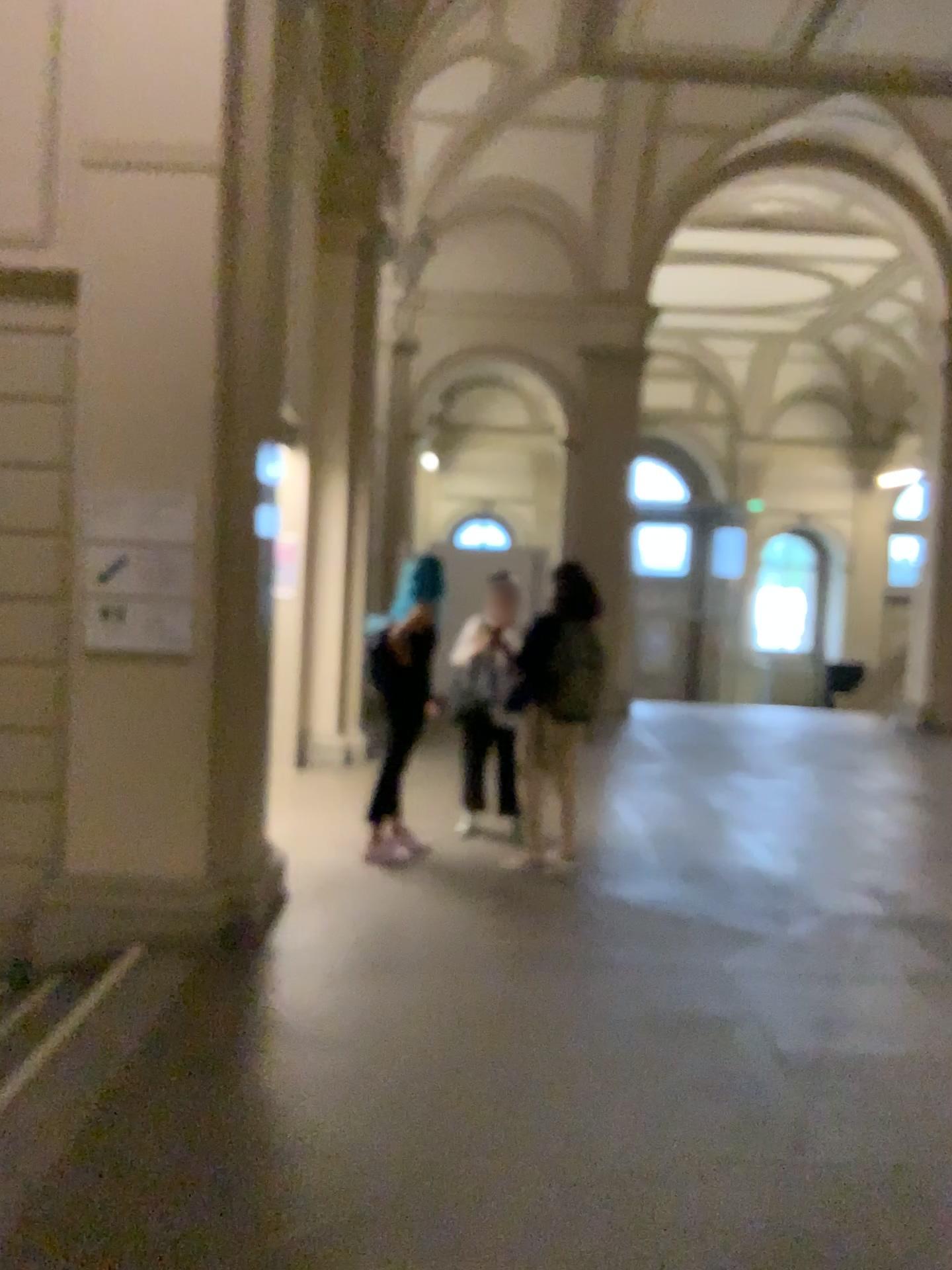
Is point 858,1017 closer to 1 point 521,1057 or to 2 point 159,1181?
1 point 521,1057
